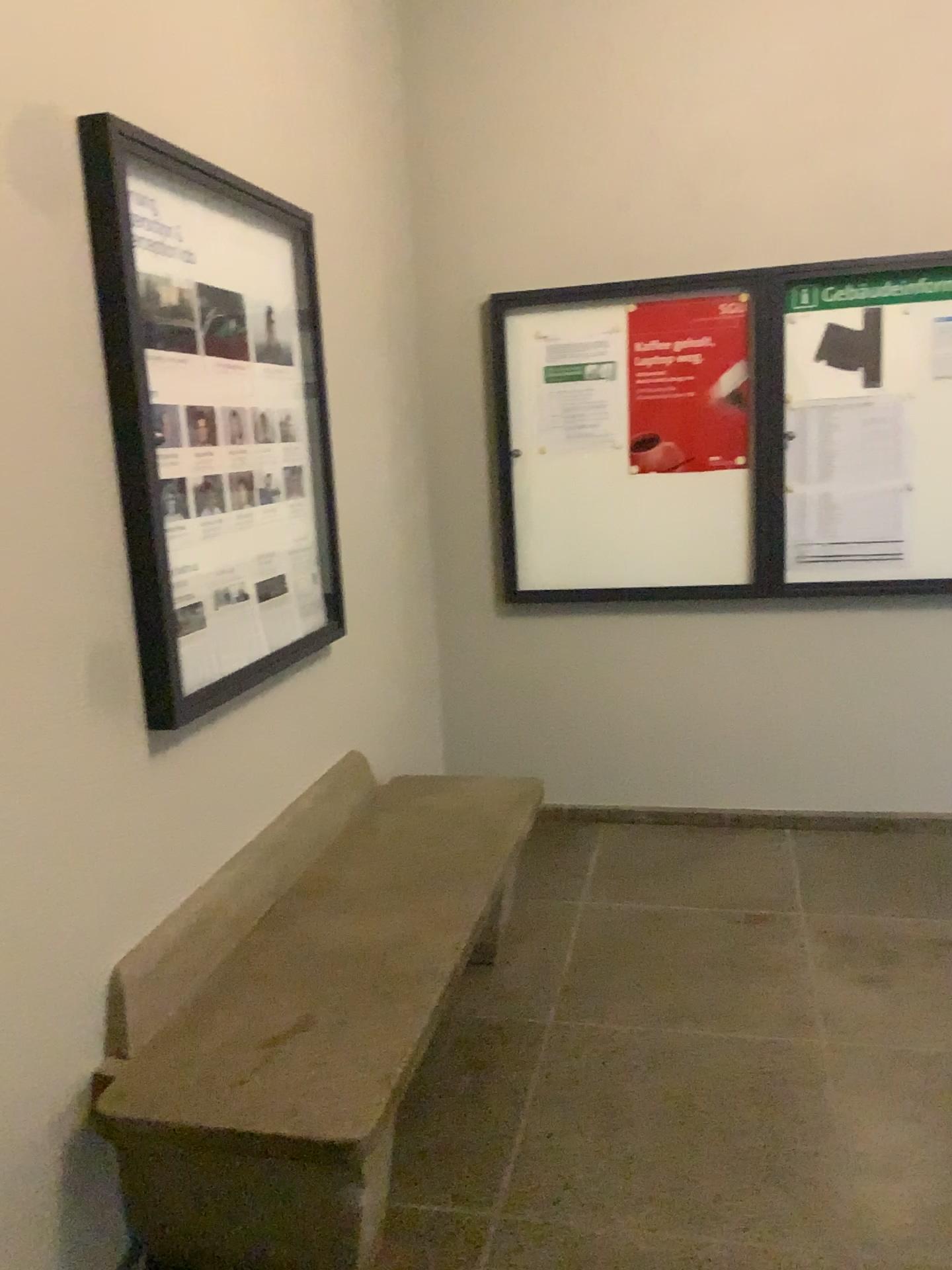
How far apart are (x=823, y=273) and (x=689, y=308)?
0.45m

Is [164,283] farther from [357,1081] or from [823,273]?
[823,273]

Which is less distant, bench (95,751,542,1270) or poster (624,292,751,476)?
bench (95,751,542,1270)

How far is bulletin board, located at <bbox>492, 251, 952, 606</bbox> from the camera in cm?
356

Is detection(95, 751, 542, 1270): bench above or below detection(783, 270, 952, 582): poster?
below

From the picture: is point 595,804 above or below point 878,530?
below

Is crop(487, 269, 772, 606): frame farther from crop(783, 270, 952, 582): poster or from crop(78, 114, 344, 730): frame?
crop(78, 114, 344, 730): frame

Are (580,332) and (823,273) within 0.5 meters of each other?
no

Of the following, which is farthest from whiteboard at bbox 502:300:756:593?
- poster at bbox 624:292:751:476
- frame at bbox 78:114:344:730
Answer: frame at bbox 78:114:344:730

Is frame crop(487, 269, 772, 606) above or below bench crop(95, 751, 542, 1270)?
above
